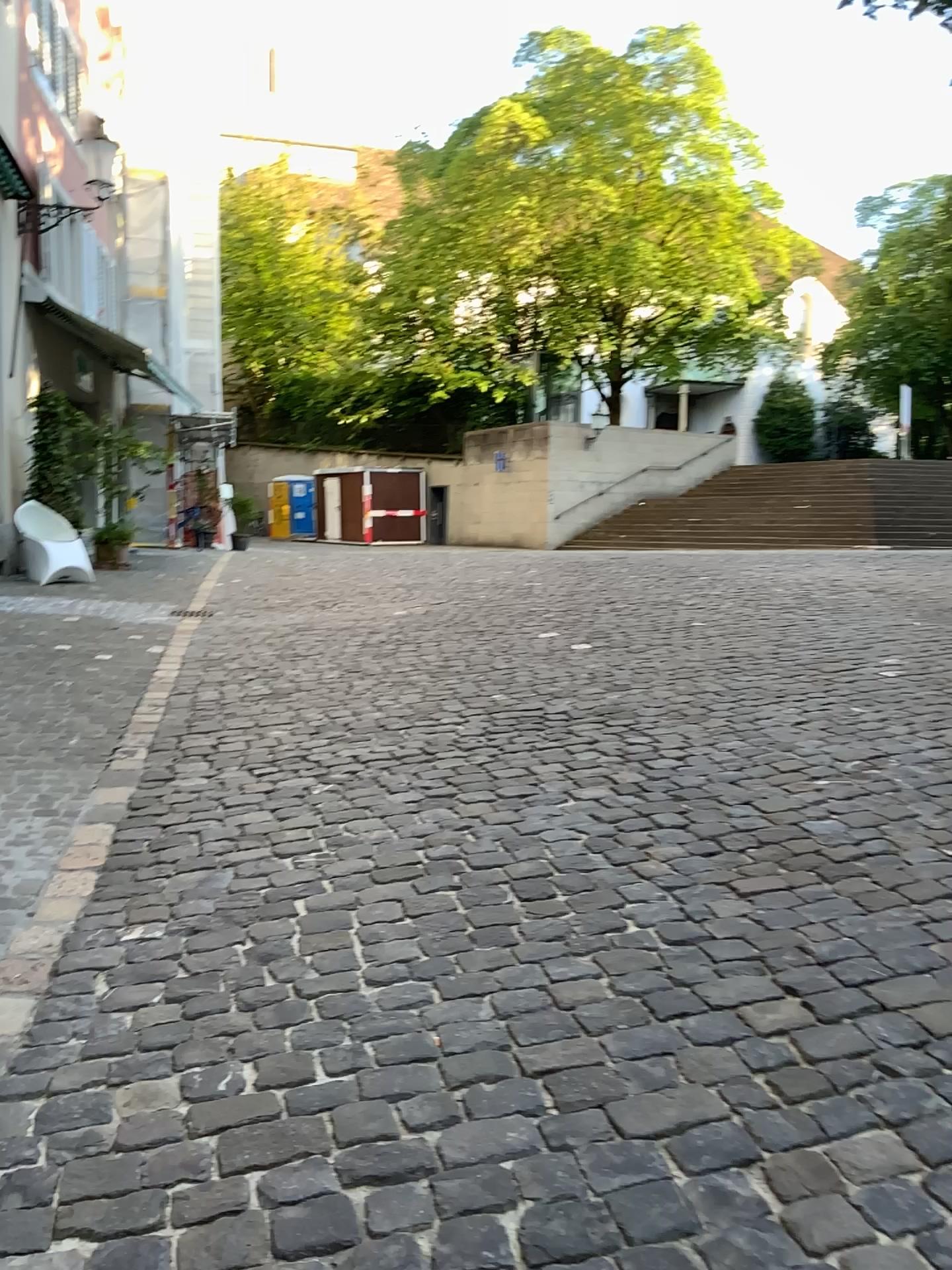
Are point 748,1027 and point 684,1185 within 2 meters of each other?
yes
